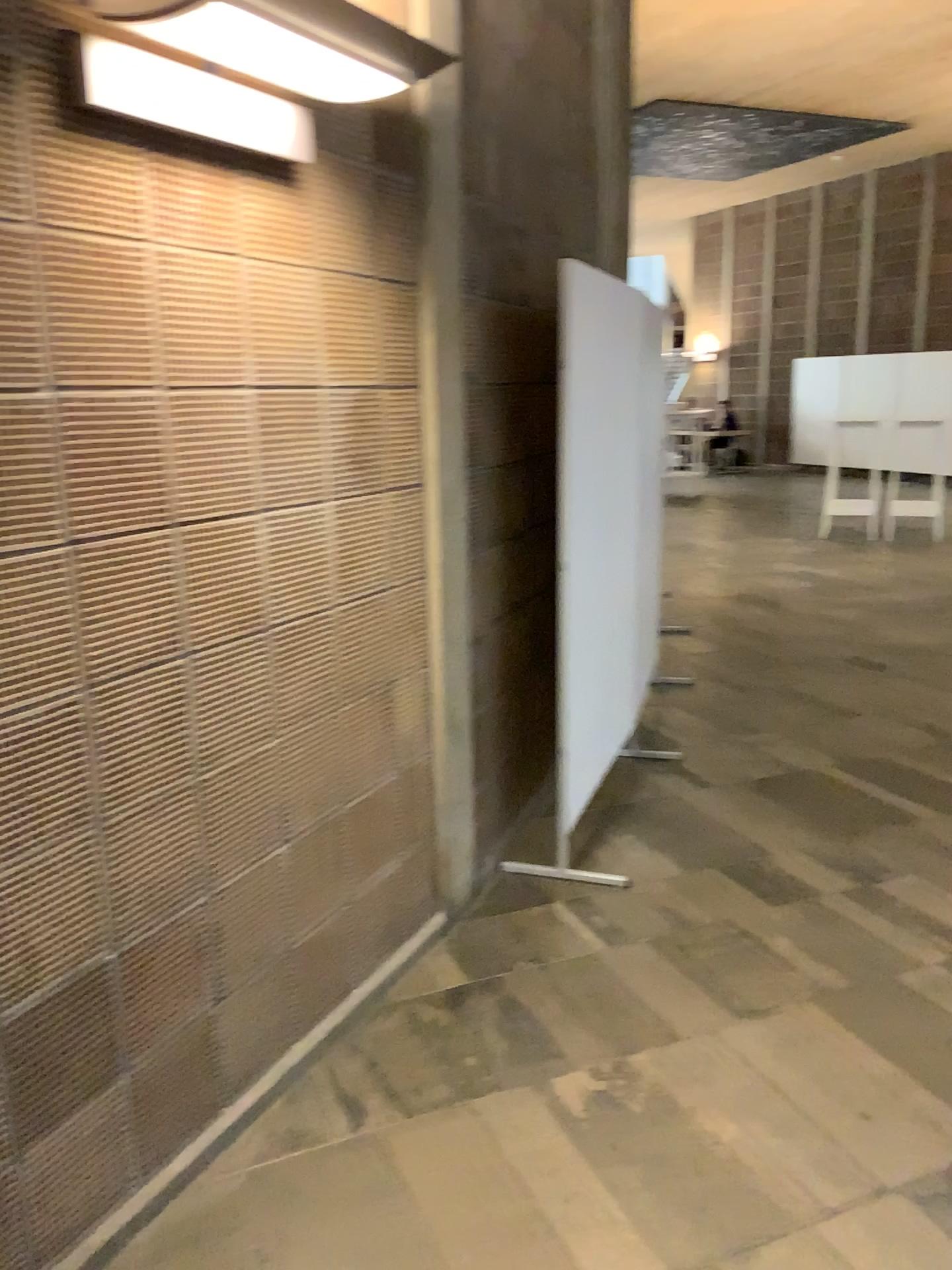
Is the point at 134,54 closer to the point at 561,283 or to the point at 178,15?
the point at 178,15

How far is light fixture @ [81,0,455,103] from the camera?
1.67m

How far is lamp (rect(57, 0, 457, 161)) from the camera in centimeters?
167cm

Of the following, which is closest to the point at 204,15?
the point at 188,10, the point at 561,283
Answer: the point at 188,10

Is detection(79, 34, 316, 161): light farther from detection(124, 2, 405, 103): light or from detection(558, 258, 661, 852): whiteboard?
detection(558, 258, 661, 852): whiteboard

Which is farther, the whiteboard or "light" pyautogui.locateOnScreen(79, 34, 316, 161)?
the whiteboard

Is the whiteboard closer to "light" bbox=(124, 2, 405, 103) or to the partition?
the partition

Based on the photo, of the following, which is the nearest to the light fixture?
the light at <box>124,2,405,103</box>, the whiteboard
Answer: the light at <box>124,2,405,103</box>

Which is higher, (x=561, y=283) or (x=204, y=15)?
(x=204, y=15)

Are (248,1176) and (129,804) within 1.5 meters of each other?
yes
